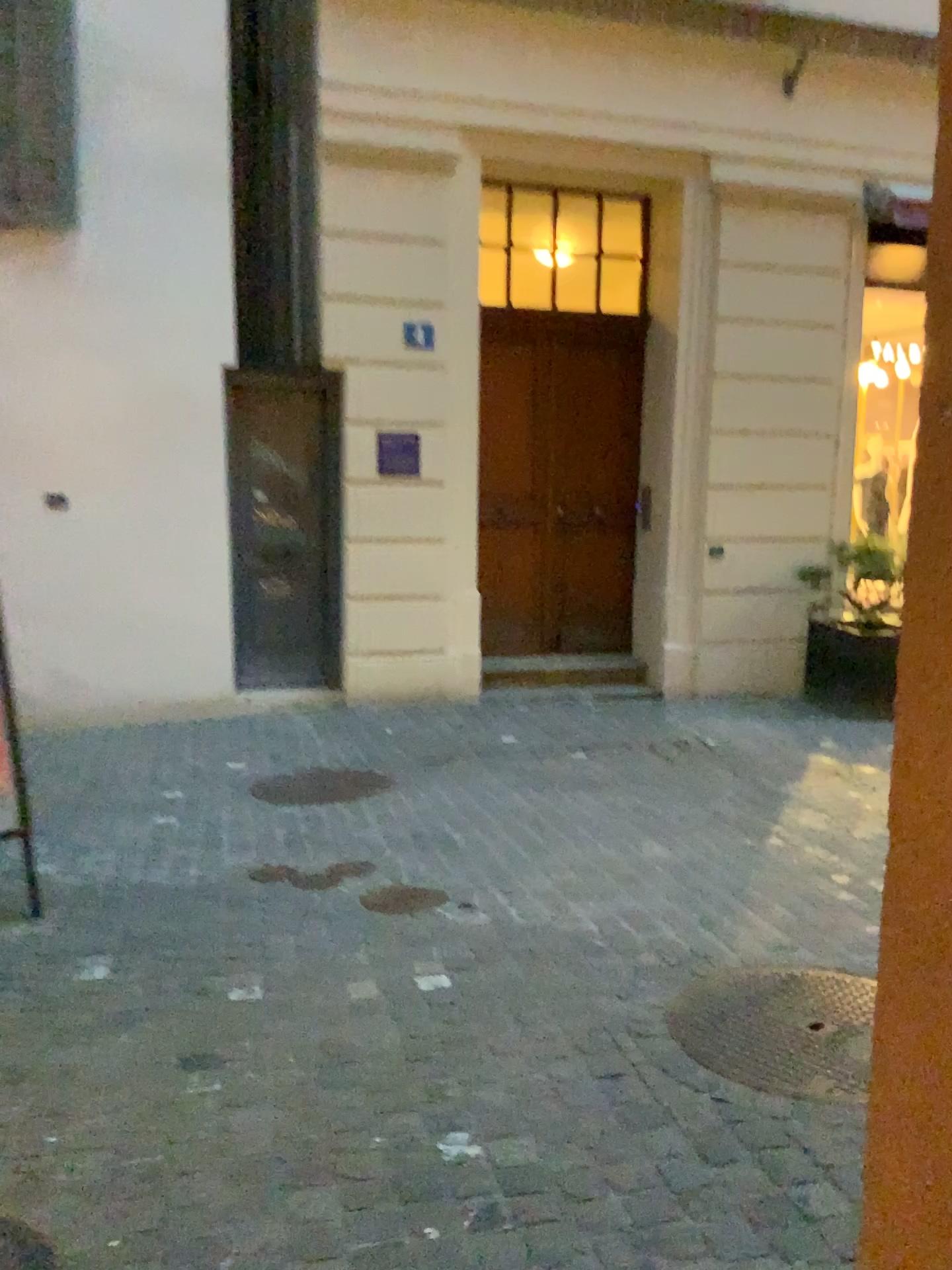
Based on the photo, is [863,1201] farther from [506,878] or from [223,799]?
[223,799]

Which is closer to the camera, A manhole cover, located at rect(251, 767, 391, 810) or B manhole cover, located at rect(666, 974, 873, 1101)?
B manhole cover, located at rect(666, 974, 873, 1101)

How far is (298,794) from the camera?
4.80m

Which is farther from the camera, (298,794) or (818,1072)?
(298,794)

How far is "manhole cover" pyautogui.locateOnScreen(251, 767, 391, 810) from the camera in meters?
4.8 m
